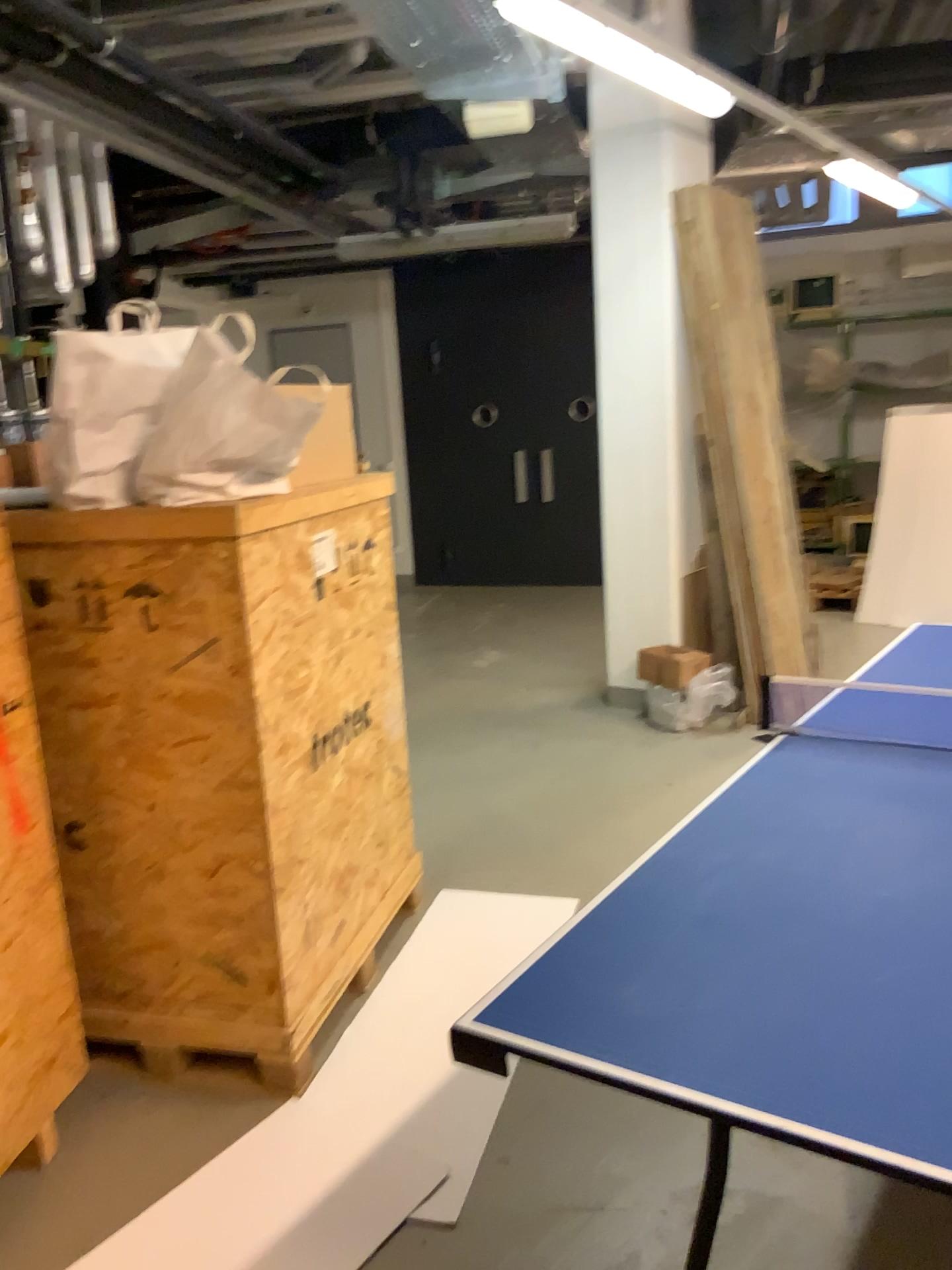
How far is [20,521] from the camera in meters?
2.3

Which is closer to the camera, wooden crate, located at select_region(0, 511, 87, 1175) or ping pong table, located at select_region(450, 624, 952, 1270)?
ping pong table, located at select_region(450, 624, 952, 1270)

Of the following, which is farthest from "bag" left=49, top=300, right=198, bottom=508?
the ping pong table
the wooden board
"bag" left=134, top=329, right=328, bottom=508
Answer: the wooden board

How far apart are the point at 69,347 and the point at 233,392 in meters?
0.4 m

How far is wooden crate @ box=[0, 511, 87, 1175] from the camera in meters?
2.2

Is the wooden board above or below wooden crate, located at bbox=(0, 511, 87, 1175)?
above

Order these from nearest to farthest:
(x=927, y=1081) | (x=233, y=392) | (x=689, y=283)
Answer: (x=927, y=1081) → (x=233, y=392) → (x=689, y=283)

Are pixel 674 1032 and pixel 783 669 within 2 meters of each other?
no

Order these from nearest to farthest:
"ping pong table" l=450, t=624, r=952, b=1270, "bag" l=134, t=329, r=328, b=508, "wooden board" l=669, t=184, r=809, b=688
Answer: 1. "ping pong table" l=450, t=624, r=952, b=1270
2. "bag" l=134, t=329, r=328, b=508
3. "wooden board" l=669, t=184, r=809, b=688

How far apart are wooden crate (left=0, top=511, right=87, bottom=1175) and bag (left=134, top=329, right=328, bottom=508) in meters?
0.3
